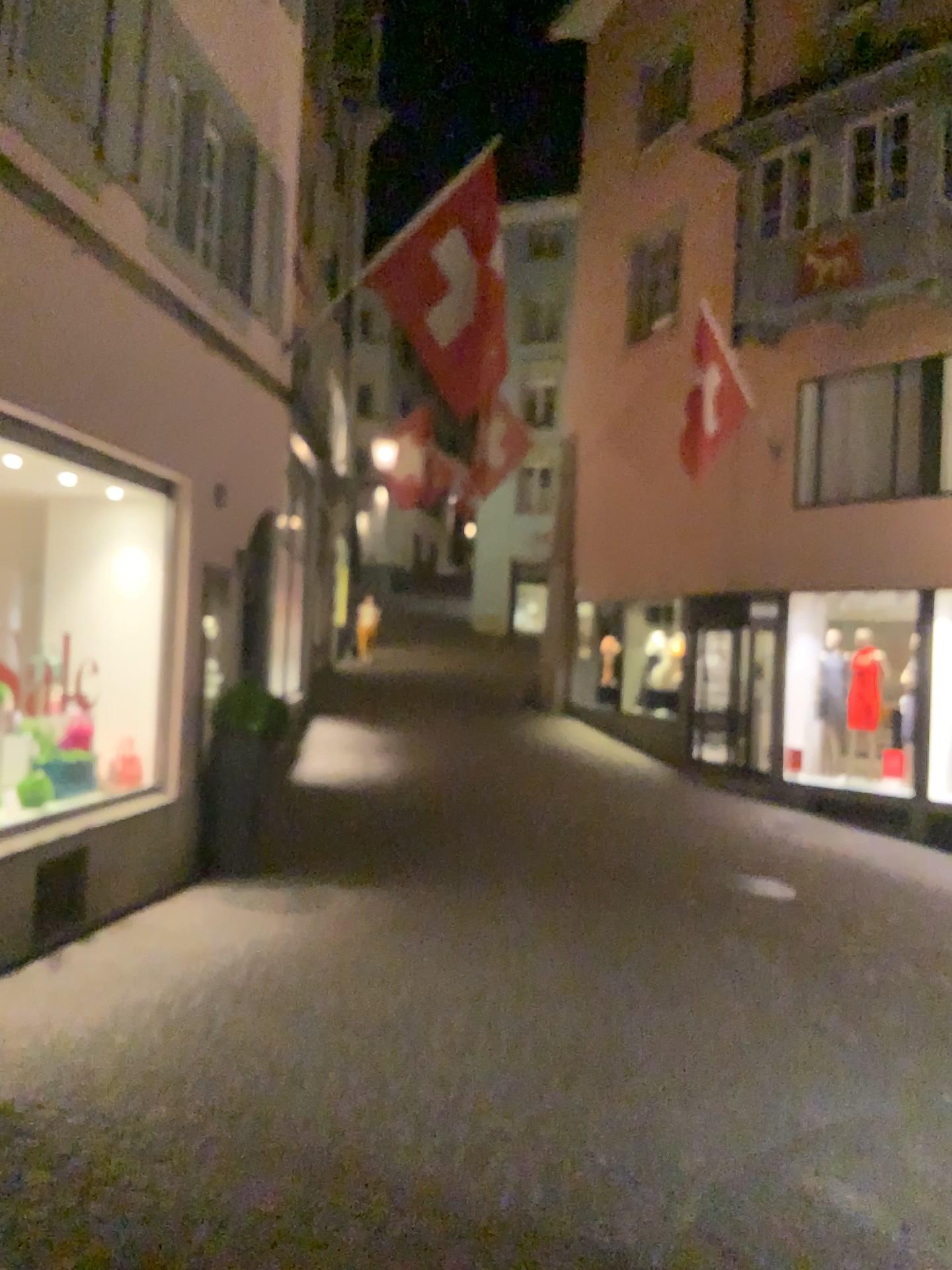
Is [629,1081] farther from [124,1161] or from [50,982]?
[50,982]
